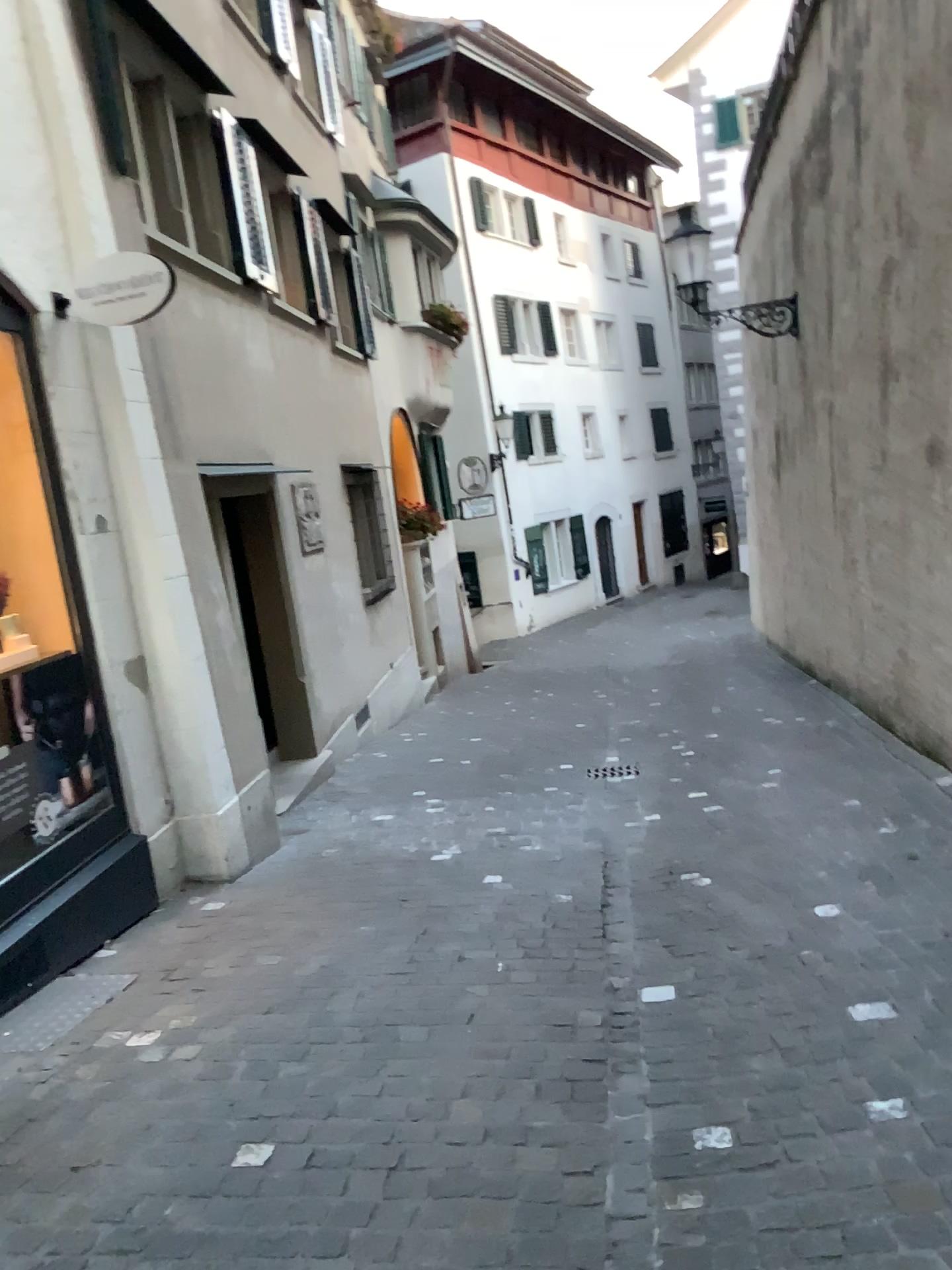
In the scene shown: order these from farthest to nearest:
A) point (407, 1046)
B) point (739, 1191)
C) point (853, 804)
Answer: point (853, 804) < point (407, 1046) < point (739, 1191)
